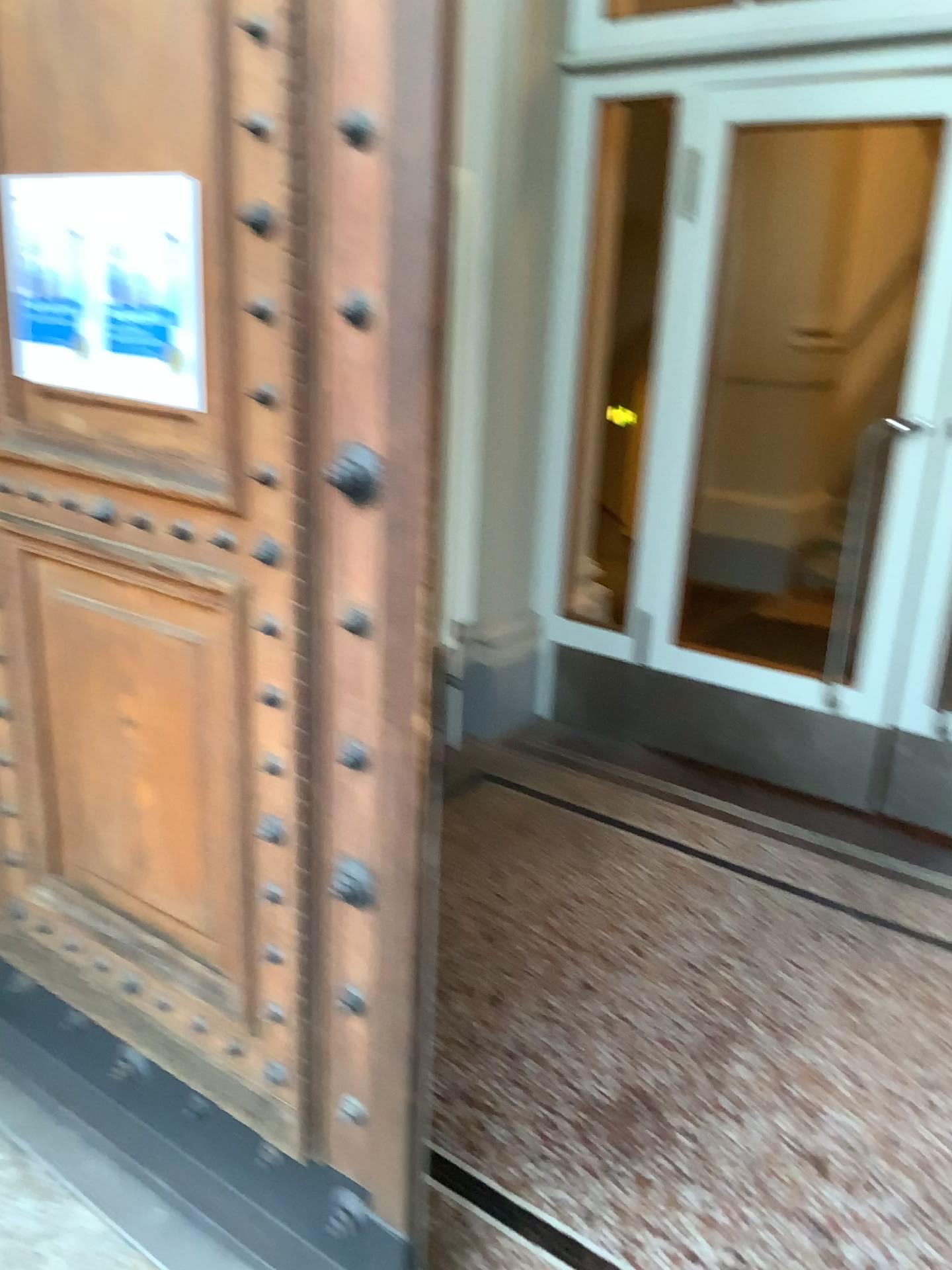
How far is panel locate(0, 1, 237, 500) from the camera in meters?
1.3 m

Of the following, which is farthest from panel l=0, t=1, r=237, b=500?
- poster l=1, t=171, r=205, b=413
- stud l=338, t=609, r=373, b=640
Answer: stud l=338, t=609, r=373, b=640

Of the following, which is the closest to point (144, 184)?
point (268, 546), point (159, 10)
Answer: point (159, 10)

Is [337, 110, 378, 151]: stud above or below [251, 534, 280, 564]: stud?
above

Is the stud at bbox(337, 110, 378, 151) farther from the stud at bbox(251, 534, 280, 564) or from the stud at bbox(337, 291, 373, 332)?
the stud at bbox(251, 534, 280, 564)

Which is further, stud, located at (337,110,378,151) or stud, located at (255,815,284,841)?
stud, located at (255,815,284,841)

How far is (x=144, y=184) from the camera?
1.43m

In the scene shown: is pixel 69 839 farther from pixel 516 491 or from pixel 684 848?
pixel 516 491

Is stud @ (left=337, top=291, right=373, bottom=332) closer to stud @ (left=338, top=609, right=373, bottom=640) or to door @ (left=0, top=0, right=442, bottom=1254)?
door @ (left=0, top=0, right=442, bottom=1254)

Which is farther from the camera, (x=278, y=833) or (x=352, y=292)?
(x=278, y=833)
